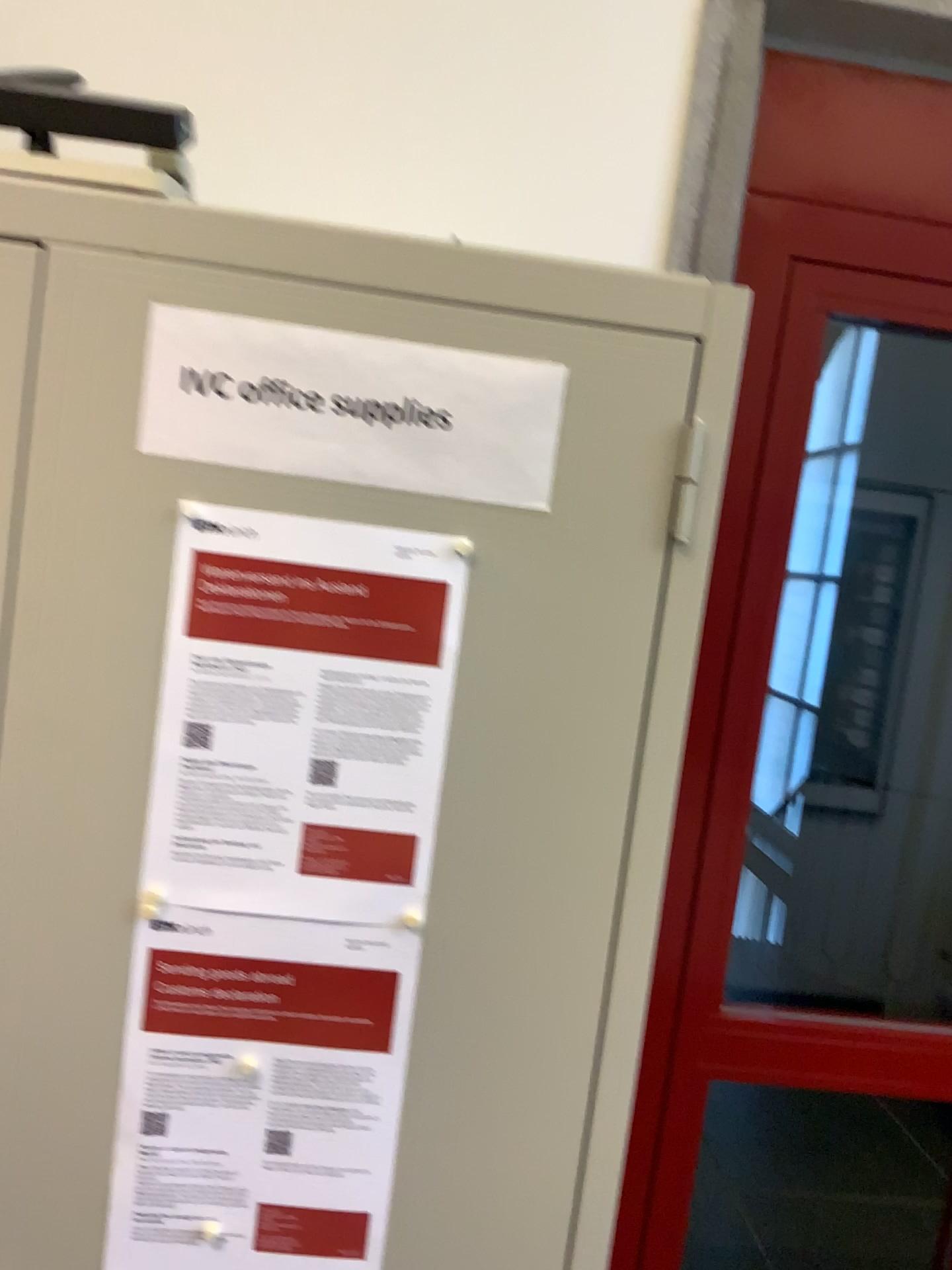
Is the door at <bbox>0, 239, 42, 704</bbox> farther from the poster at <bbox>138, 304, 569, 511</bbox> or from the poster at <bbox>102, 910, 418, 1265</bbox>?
the poster at <bbox>102, 910, 418, 1265</bbox>

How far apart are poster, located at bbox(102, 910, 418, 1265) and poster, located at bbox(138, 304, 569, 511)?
0.3m

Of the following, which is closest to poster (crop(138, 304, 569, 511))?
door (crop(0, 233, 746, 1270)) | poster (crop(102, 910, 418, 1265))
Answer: door (crop(0, 233, 746, 1270))

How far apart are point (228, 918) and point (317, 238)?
0.5m

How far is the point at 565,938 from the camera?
0.8m

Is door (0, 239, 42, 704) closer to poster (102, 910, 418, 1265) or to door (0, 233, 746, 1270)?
door (0, 233, 746, 1270)

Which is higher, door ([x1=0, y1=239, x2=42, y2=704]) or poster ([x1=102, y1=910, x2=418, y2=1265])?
Answer: door ([x1=0, y1=239, x2=42, y2=704])

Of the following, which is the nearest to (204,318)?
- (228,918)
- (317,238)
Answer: (317,238)

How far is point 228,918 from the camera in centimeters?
79cm

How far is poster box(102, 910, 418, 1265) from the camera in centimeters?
79cm
